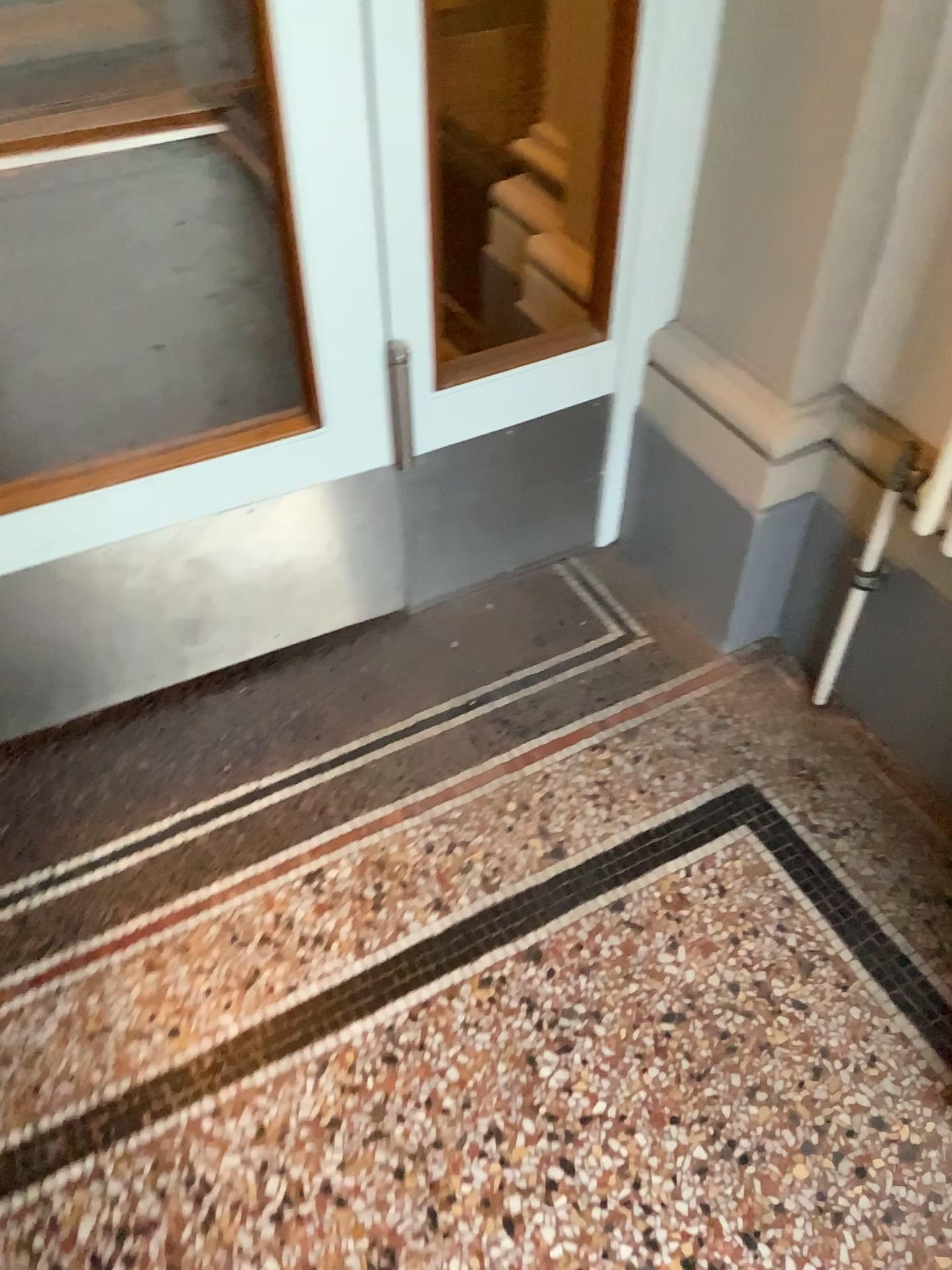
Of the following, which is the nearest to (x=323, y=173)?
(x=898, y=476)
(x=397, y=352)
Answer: (x=397, y=352)

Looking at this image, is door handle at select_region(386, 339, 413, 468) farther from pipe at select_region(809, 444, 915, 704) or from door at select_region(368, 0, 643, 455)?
pipe at select_region(809, 444, 915, 704)

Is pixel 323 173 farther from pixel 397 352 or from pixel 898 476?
pixel 898 476

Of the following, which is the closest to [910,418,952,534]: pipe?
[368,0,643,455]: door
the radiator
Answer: the radiator

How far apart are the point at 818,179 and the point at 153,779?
1.20m

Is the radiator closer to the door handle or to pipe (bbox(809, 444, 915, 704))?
pipe (bbox(809, 444, 915, 704))

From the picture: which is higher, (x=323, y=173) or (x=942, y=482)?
(x=323, y=173)

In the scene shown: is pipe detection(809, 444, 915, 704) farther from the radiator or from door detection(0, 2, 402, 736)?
door detection(0, 2, 402, 736)

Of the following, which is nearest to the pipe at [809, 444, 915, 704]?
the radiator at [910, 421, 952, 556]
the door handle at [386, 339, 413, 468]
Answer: the radiator at [910, 421, 952, 556]
